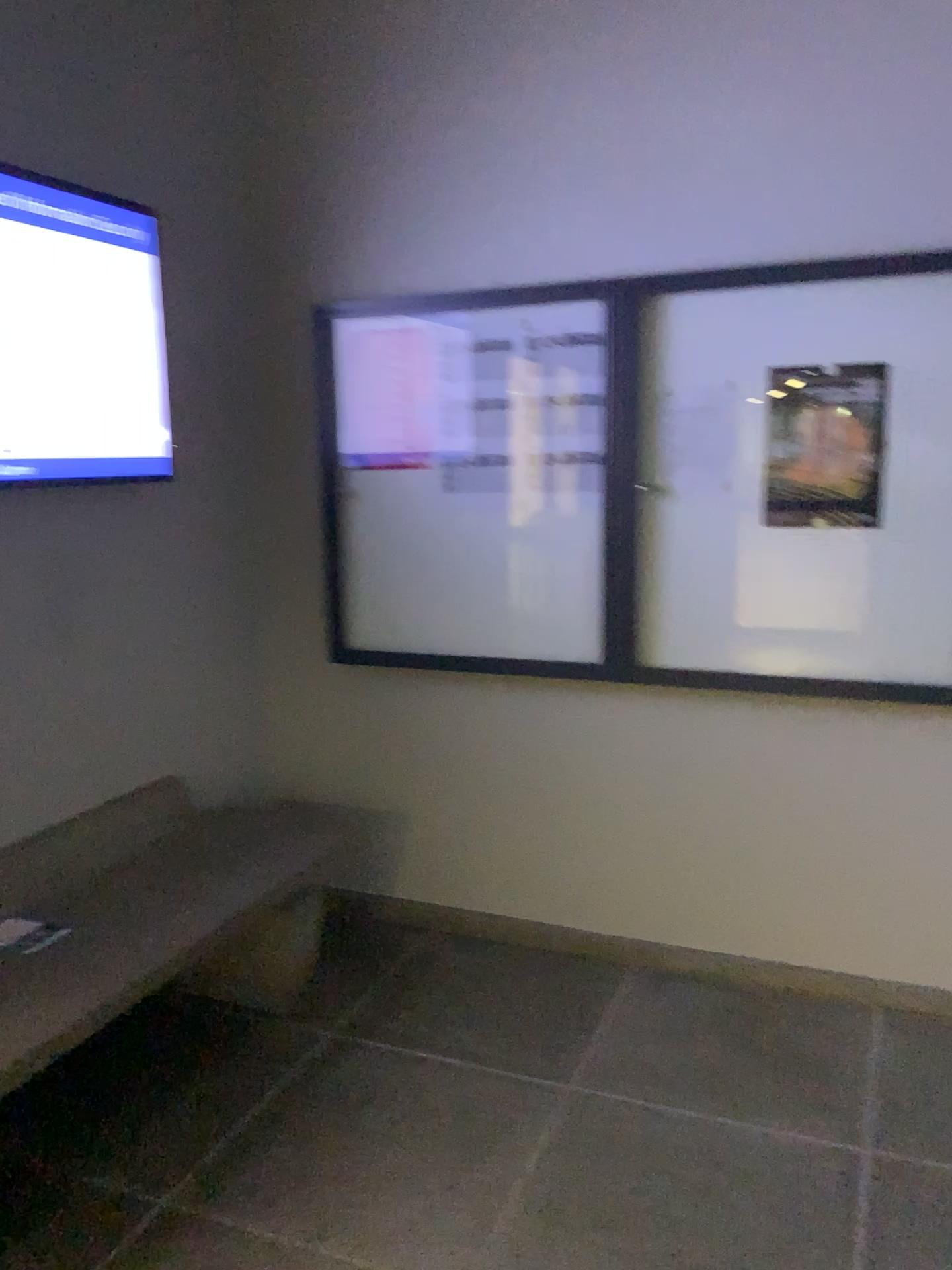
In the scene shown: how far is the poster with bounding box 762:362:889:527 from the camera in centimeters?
273cm

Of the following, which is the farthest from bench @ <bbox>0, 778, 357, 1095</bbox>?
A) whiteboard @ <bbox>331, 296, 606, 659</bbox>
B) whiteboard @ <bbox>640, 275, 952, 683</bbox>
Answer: whiteboard @ <bbox>640, 275, 952, 683</bbox>

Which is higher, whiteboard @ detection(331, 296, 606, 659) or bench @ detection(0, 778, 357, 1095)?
whiteboard @ detection(331, 296, 606, 659)

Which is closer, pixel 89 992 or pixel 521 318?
pixel 89 992

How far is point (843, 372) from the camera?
2.73m

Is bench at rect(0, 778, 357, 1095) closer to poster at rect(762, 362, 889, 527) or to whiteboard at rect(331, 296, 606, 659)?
whiteboard at rect(331, 296, 606, 659)

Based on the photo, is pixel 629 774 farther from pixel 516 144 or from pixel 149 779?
pixel 516 144

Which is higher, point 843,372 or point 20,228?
point 20,228

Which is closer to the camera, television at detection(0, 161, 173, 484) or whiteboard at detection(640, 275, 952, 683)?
television at detection(0, 161, 173, 484)

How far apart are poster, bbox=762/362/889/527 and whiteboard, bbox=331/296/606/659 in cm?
48
